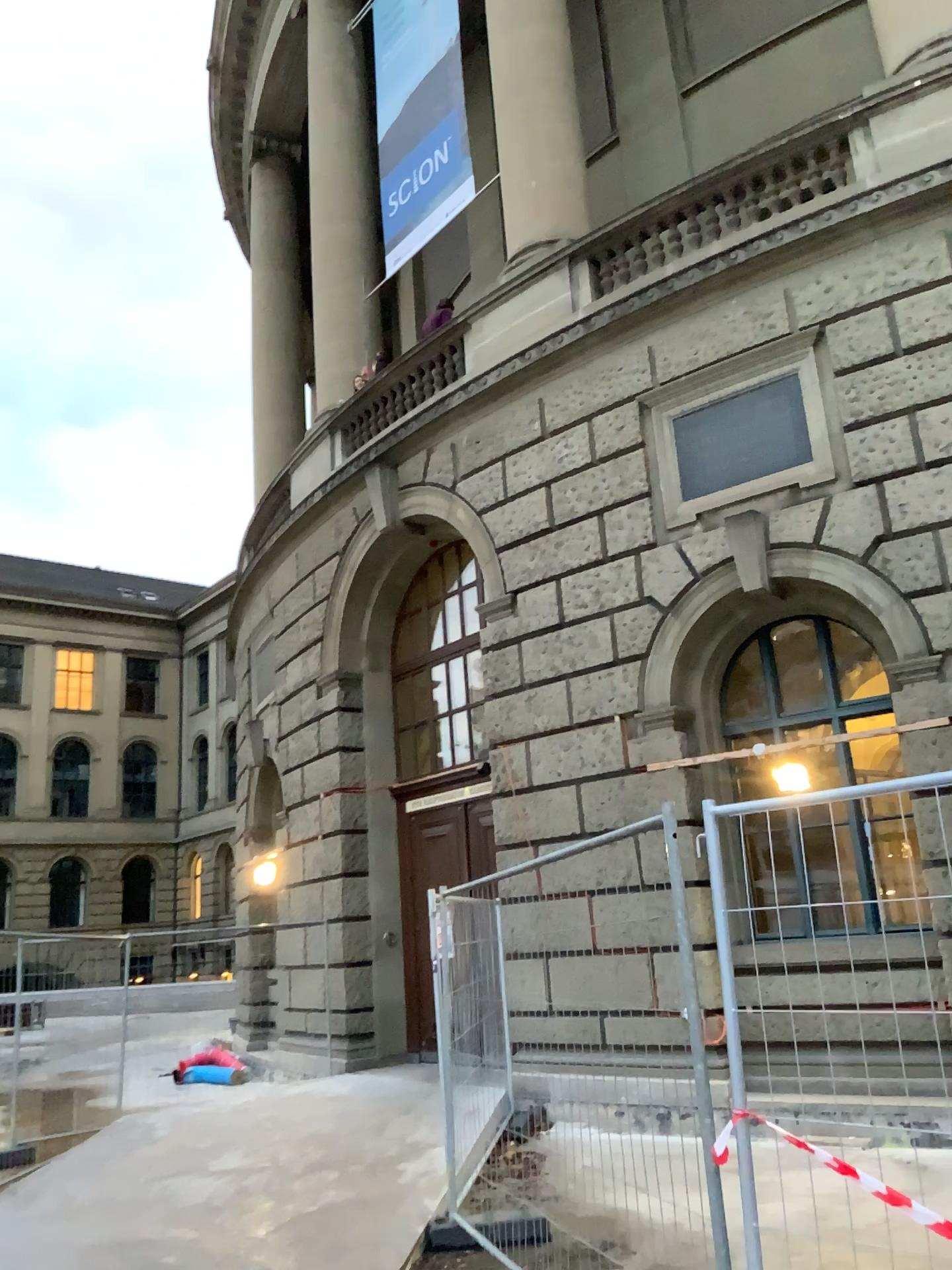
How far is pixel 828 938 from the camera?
3.0m
